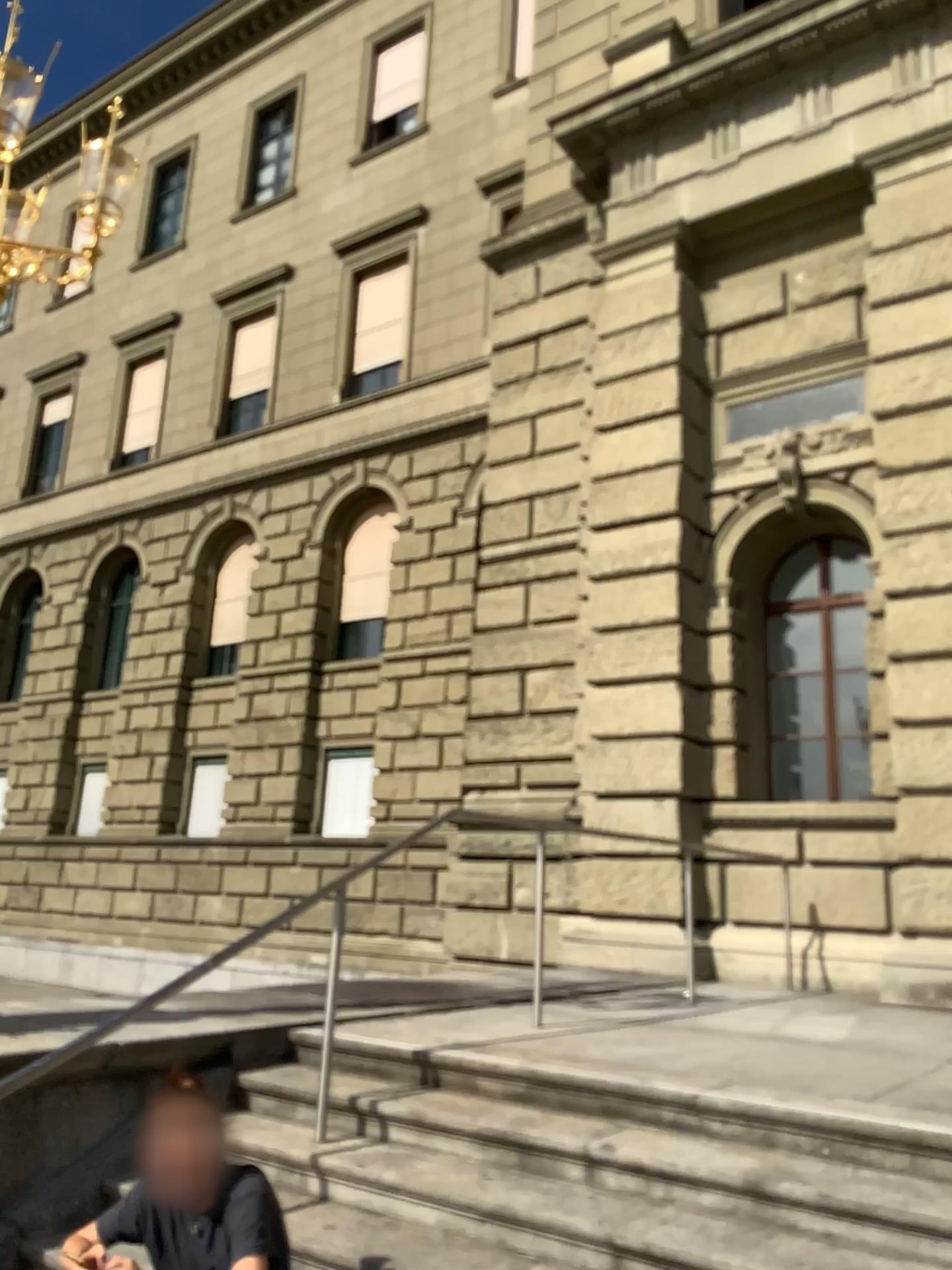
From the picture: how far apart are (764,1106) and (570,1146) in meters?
0.6 m
